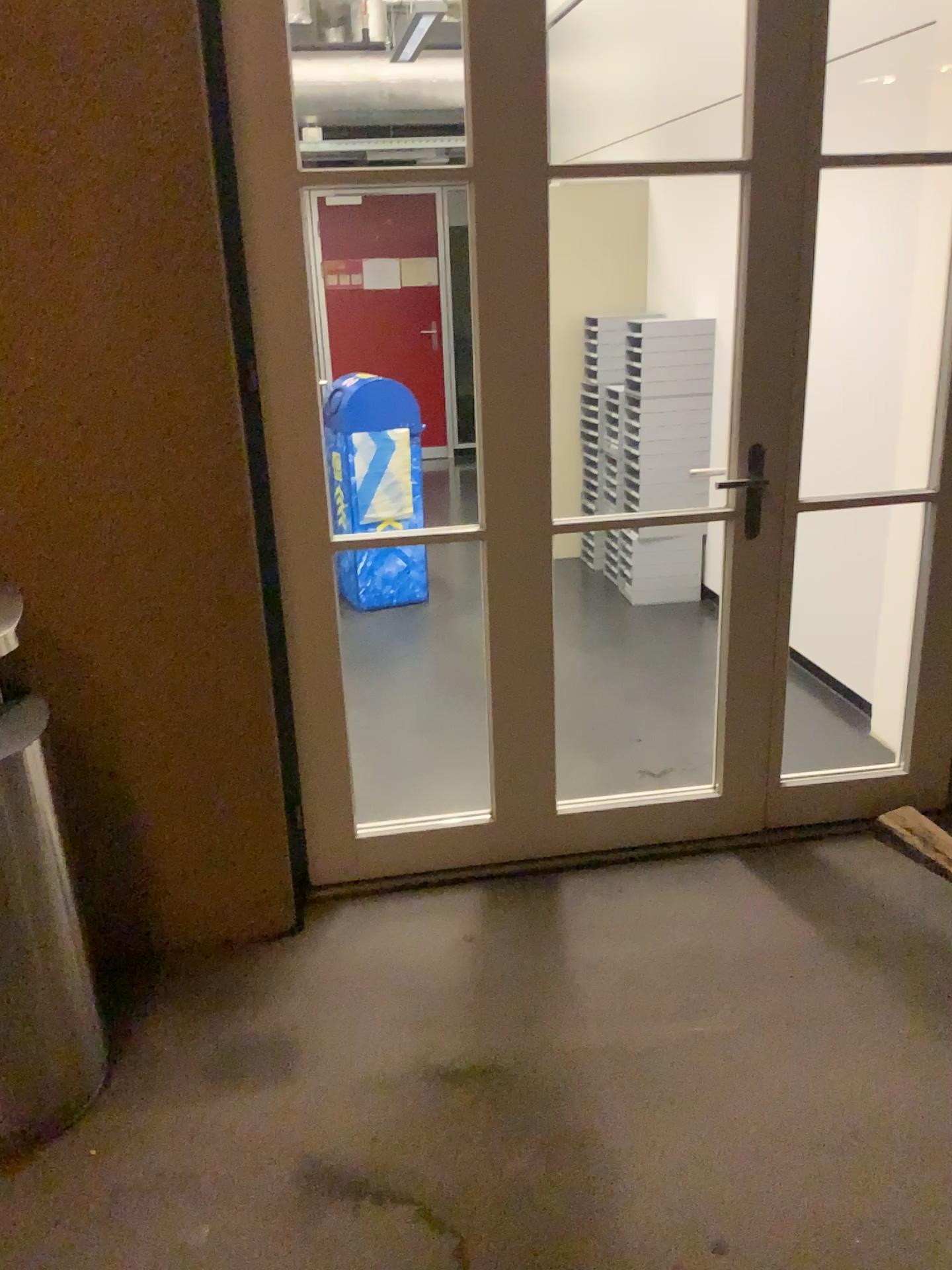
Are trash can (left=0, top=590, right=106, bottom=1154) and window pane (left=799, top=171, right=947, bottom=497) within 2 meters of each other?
no

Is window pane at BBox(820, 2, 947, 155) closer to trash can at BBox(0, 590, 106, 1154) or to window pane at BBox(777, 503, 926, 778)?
window pane at BBox(777, 503, 926, 778)

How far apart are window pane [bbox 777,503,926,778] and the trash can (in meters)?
2.11

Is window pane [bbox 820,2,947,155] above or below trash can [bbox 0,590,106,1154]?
above

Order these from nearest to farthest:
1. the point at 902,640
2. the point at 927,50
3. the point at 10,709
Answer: the point at 10,709
the point at 927,50
the point at 902,640

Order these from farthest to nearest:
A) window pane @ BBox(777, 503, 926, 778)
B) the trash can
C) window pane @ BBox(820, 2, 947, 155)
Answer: window pane @ BBox(777, 503, 926, 778) < window pane @ BBox(820, 2, 947, 155) < the trash can

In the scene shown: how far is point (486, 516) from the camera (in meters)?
2.49

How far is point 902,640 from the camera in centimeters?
339cm

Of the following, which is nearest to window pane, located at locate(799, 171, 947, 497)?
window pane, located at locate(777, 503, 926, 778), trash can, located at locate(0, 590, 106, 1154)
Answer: window pane, located at locate(777, 503, 926, 778)

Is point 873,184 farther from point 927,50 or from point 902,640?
point 902,640
